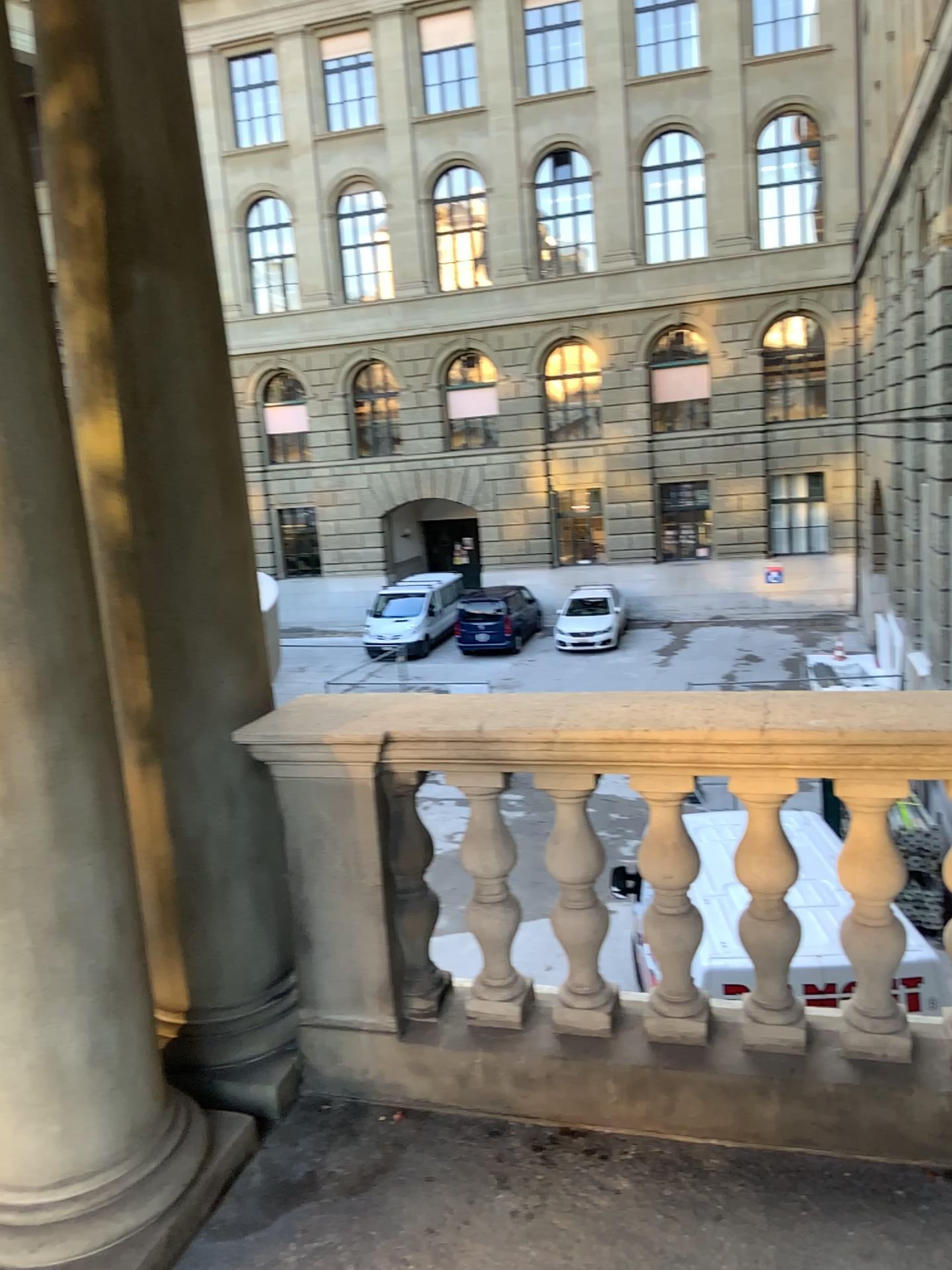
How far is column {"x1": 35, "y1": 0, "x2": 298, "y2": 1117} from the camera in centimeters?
248cm

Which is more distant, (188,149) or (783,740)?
(188,149)

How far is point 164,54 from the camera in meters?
2.5
